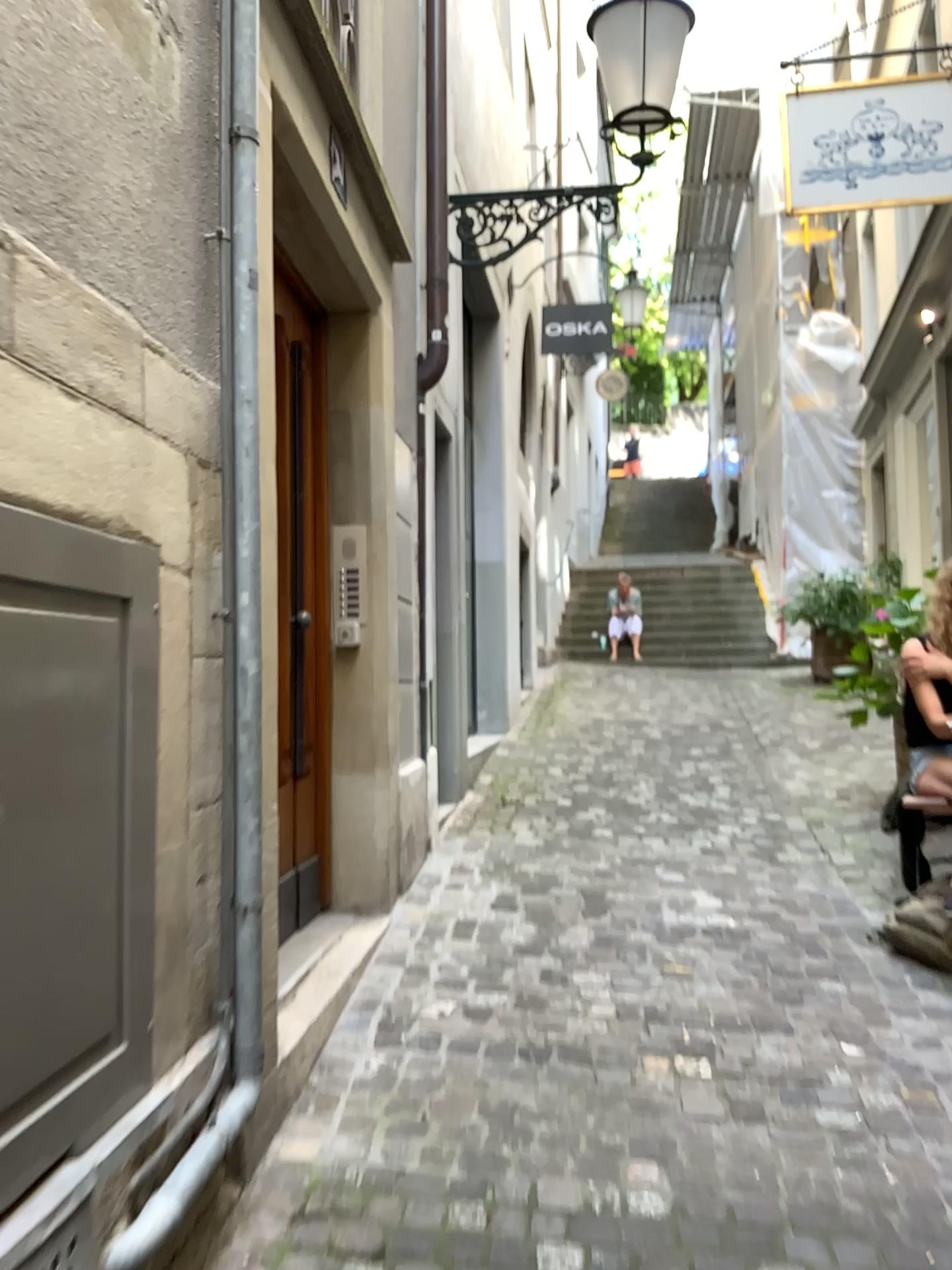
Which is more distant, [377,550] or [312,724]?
[377,550]

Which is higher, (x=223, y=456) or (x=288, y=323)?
(x=288, y=323)

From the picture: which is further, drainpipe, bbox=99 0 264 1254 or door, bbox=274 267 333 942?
door, bbox=274 267 333 942

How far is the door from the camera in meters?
3.2

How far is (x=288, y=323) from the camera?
3.24m

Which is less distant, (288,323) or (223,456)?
(223,456)
